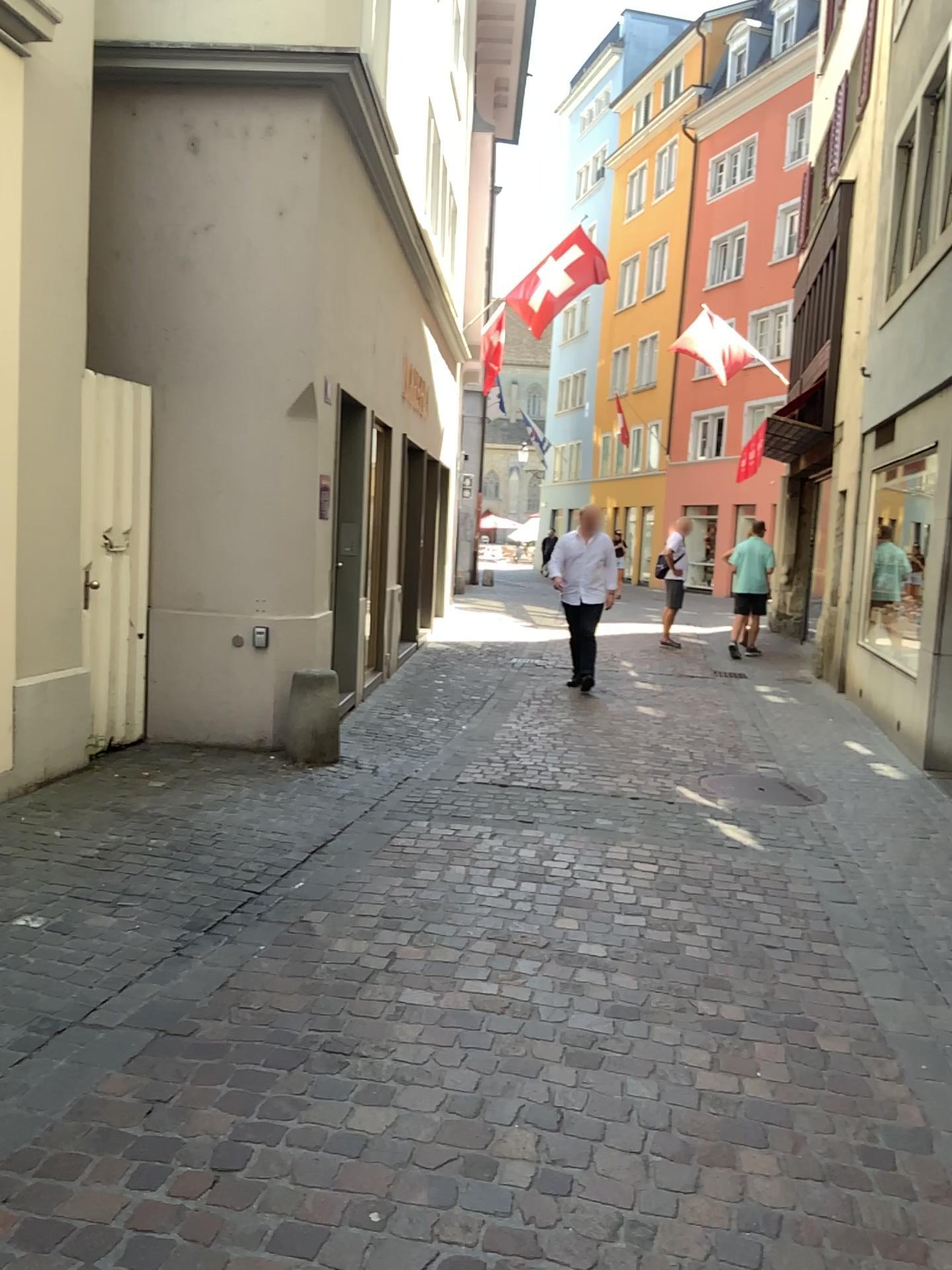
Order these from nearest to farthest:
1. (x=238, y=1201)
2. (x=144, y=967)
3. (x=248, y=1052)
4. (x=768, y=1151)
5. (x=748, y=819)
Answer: (x=238, y=1201) → (x=768, y=1151) → (x=248, y=1052) → (x=144, y=967) → (x=748, y=819)
